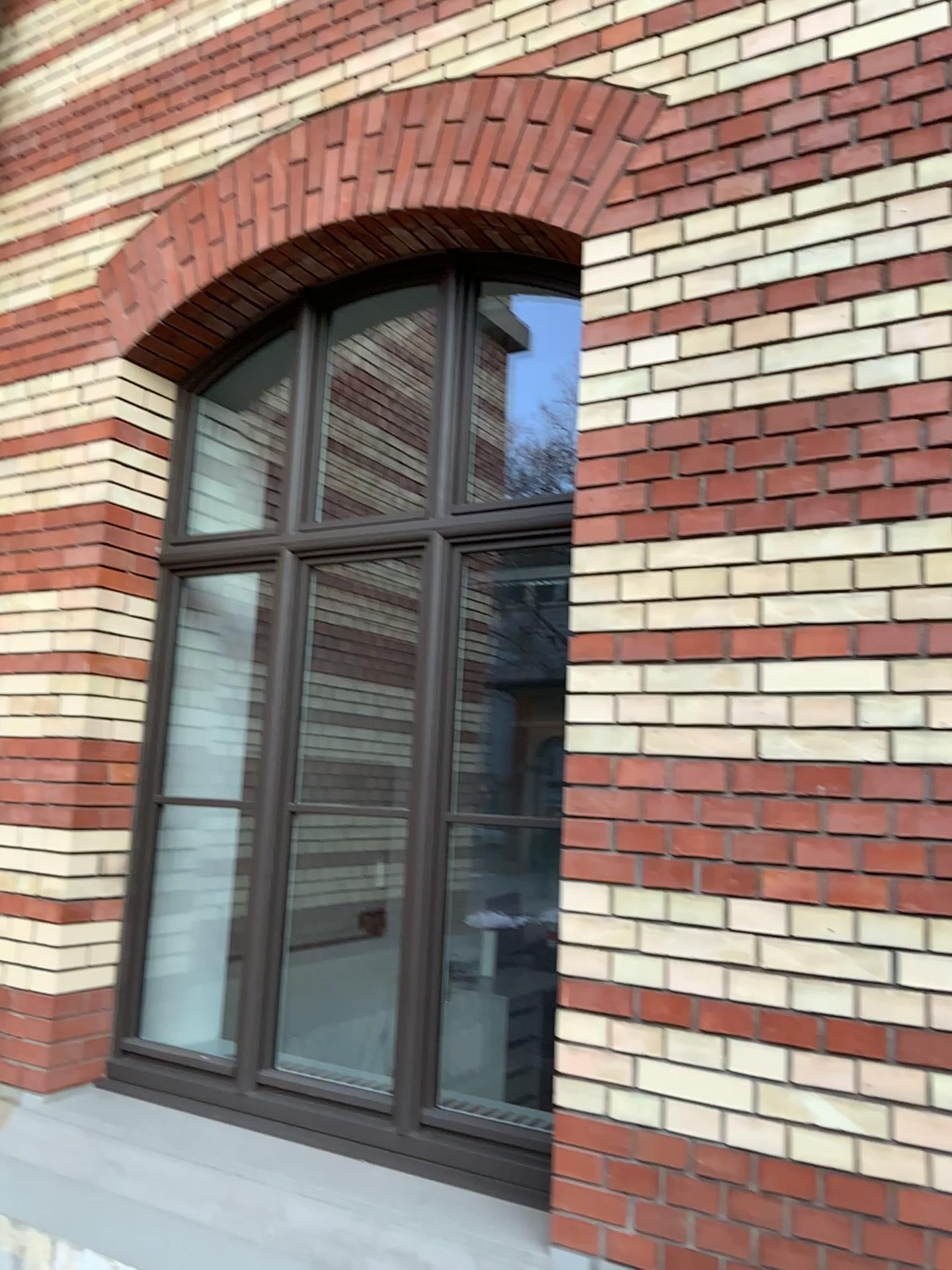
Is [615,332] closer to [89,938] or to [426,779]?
[426,779]

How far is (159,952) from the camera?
3.7 meters

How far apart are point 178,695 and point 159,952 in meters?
0.9 m

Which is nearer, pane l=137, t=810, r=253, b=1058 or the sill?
the sill

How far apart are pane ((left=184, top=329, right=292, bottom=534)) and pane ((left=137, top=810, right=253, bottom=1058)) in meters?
1.0

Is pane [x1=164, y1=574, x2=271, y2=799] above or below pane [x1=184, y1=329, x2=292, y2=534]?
below

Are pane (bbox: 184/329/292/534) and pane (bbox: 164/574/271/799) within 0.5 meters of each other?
yes

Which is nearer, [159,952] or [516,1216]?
[516,1216]

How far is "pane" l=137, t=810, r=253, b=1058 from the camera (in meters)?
3.73

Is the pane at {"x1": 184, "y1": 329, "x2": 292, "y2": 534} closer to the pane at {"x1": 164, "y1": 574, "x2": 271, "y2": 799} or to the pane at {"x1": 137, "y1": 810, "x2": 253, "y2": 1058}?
the pane at {"x1": 164, "y1": 574, "x2": 271, "y2": 799}
